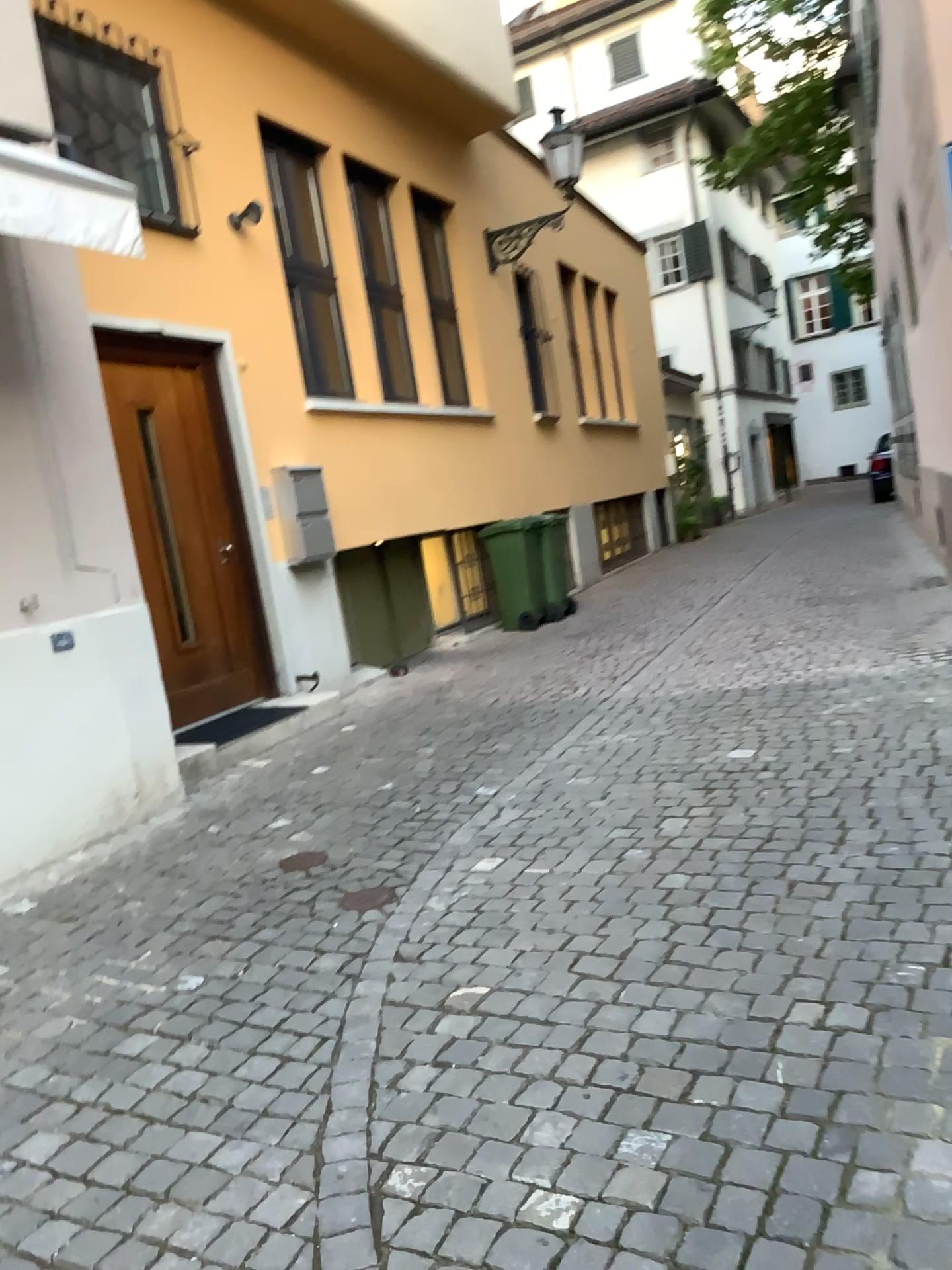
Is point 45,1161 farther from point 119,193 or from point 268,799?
point 119,193
